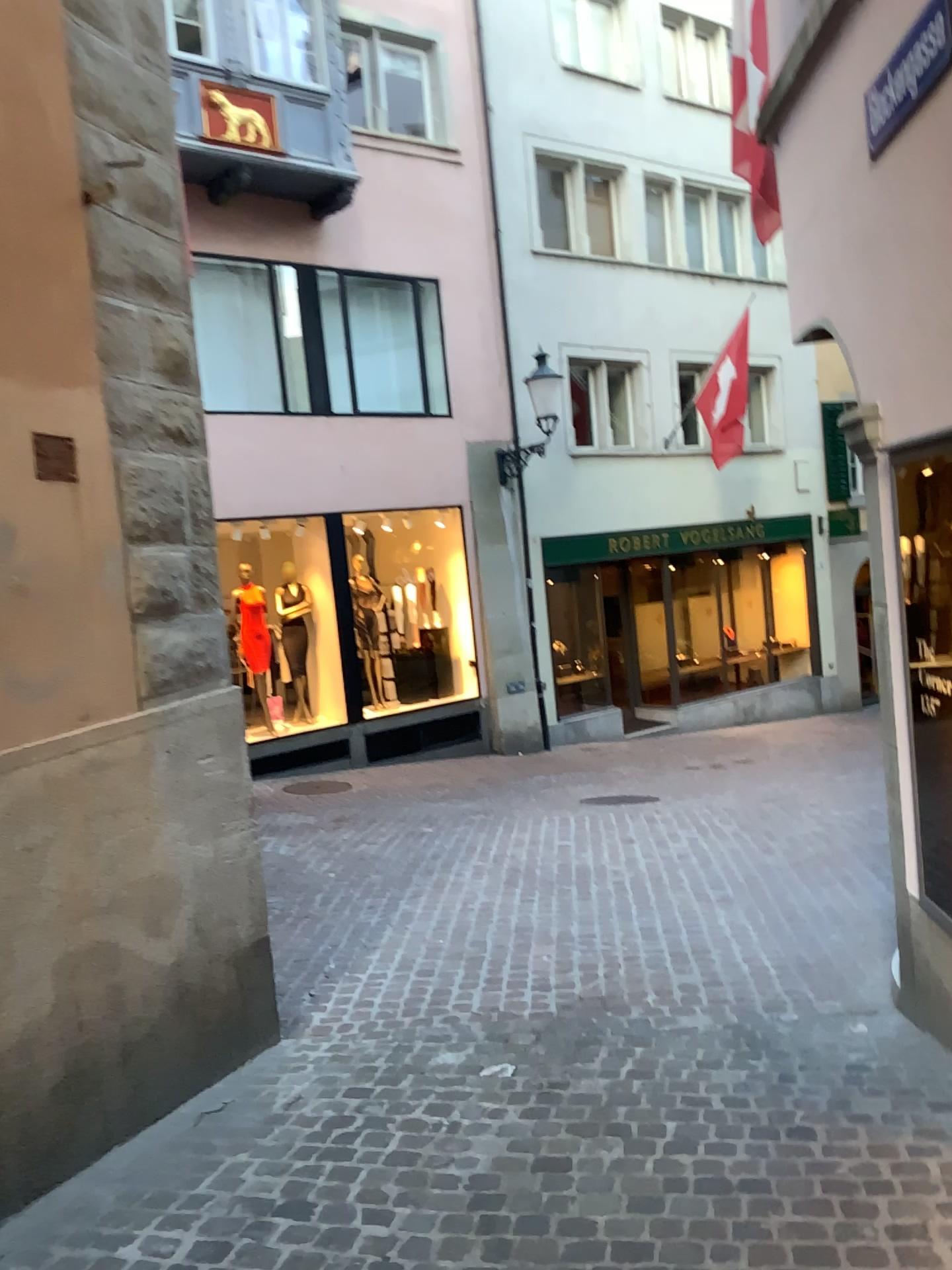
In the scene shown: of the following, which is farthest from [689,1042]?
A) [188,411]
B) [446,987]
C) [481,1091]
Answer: [188,411]
